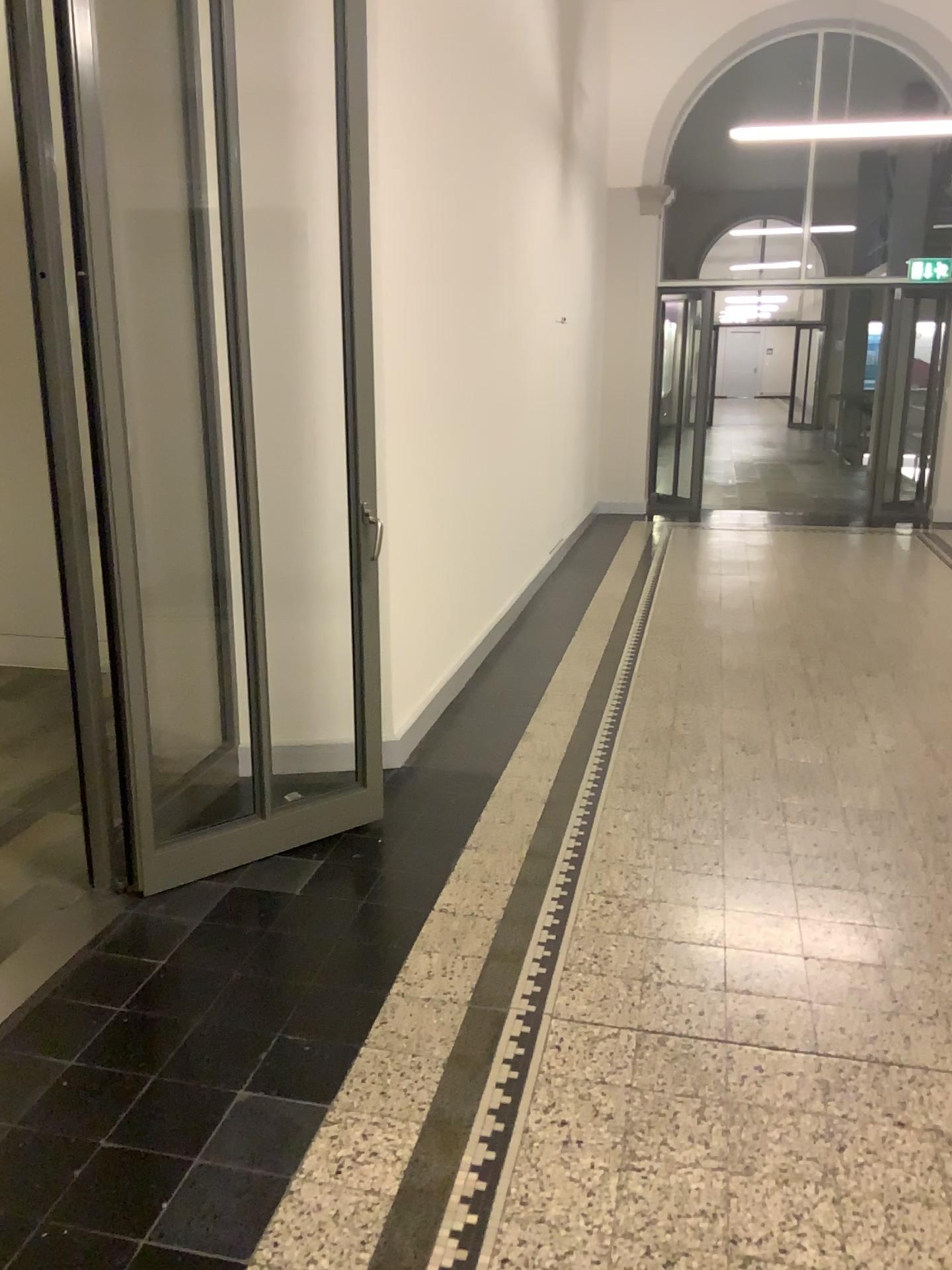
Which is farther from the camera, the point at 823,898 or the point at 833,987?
the point at 823,898
